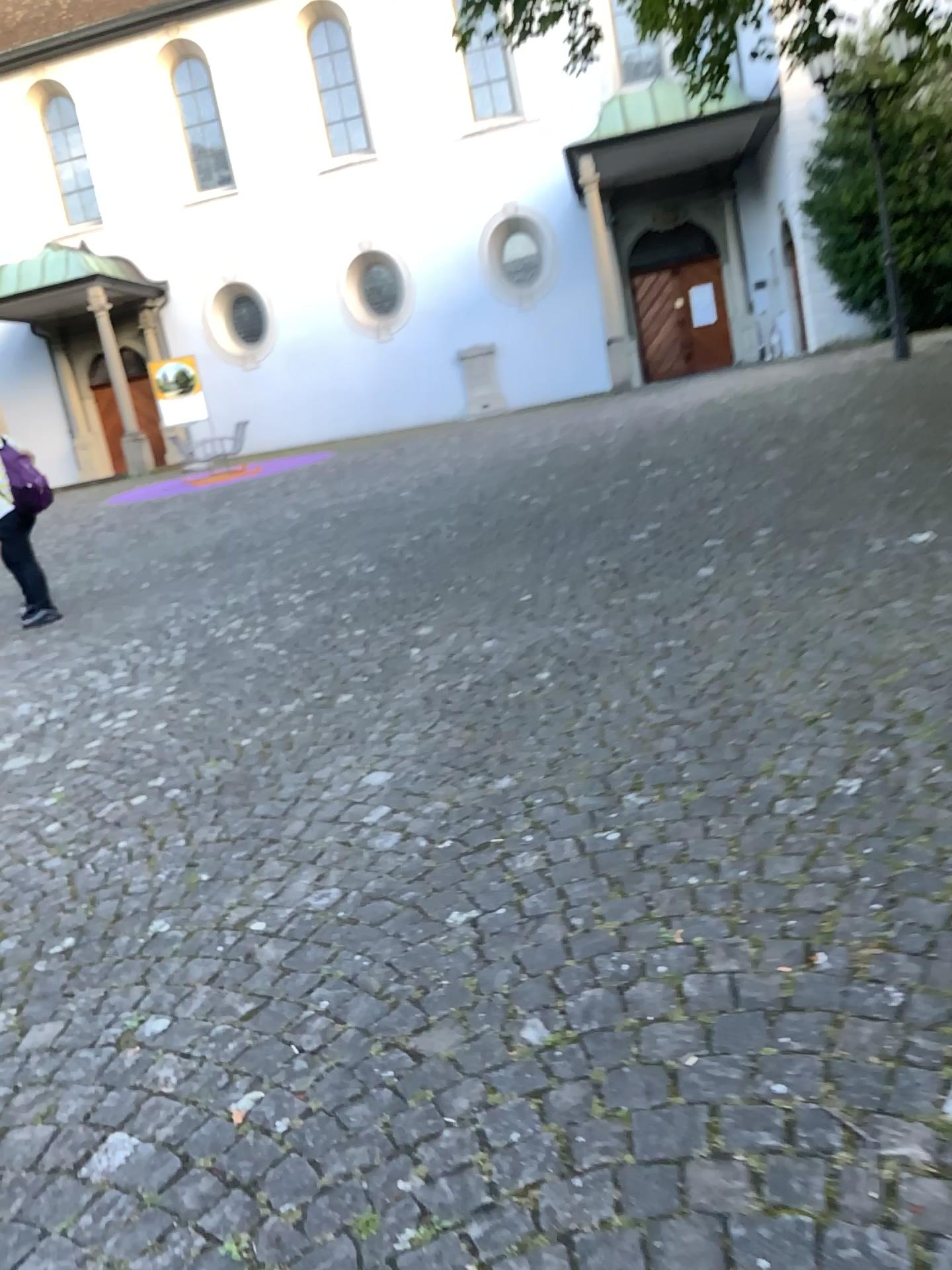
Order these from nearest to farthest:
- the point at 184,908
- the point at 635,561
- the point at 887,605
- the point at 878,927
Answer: the point at 878,927, the point at 184,908, the point at 887,605, the point at 635,561
